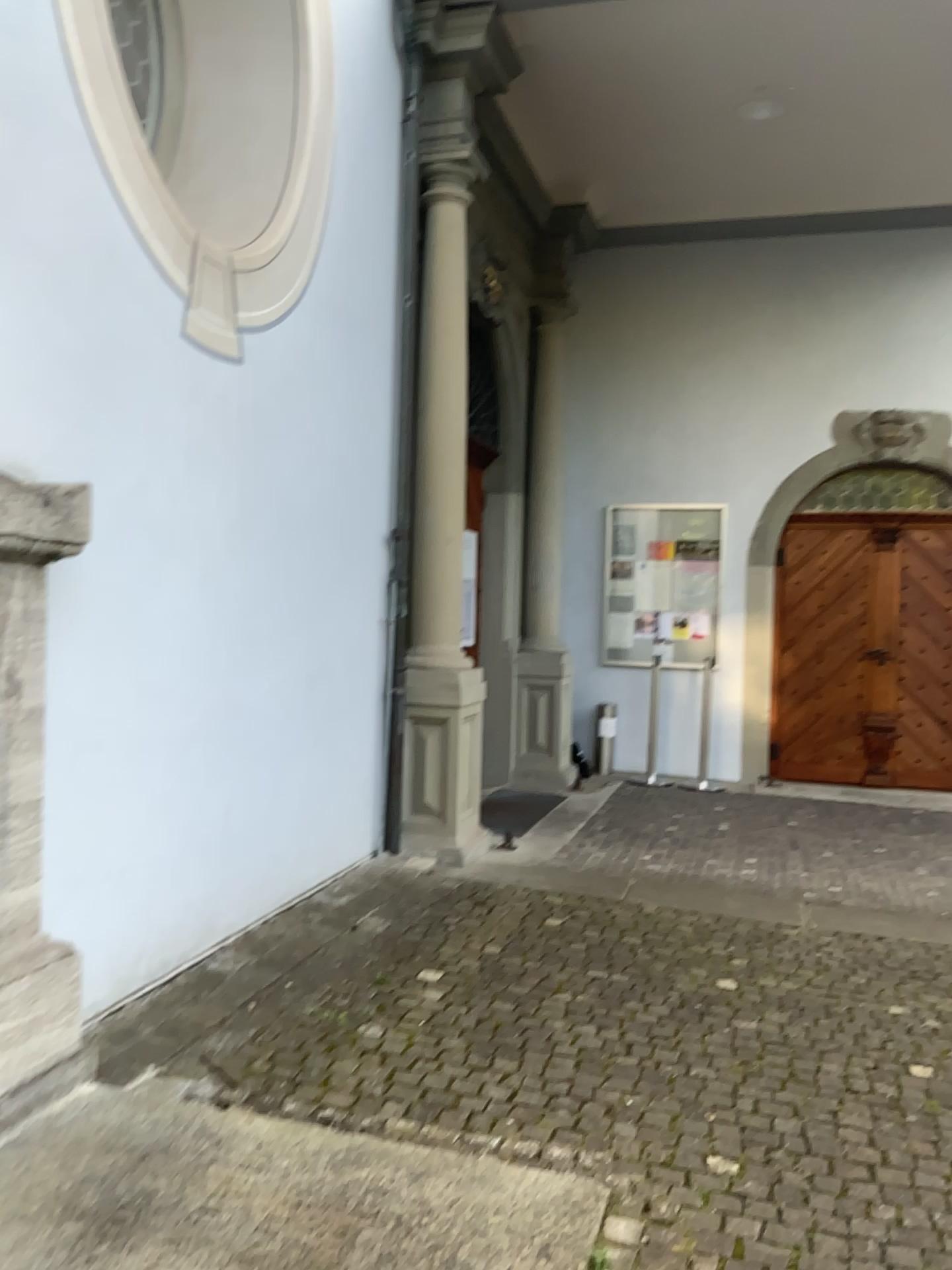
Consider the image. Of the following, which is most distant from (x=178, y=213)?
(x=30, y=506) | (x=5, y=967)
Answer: (x=5, y=967)

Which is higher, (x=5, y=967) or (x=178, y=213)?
(x=178, y=213)

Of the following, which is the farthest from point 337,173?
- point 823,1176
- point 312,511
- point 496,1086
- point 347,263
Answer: point 823,1176

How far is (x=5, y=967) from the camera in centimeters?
272cm

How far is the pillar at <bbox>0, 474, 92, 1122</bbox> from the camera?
2.67m

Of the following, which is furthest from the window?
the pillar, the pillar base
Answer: the pillar base

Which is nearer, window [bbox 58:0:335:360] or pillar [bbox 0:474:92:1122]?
pillar [bbox 0:474:92:1122]

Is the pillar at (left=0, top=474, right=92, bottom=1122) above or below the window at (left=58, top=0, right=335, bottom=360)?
below

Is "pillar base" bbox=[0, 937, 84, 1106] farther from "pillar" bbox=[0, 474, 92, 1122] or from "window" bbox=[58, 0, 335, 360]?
"window" bbox=[58, 0, 335, 360]
